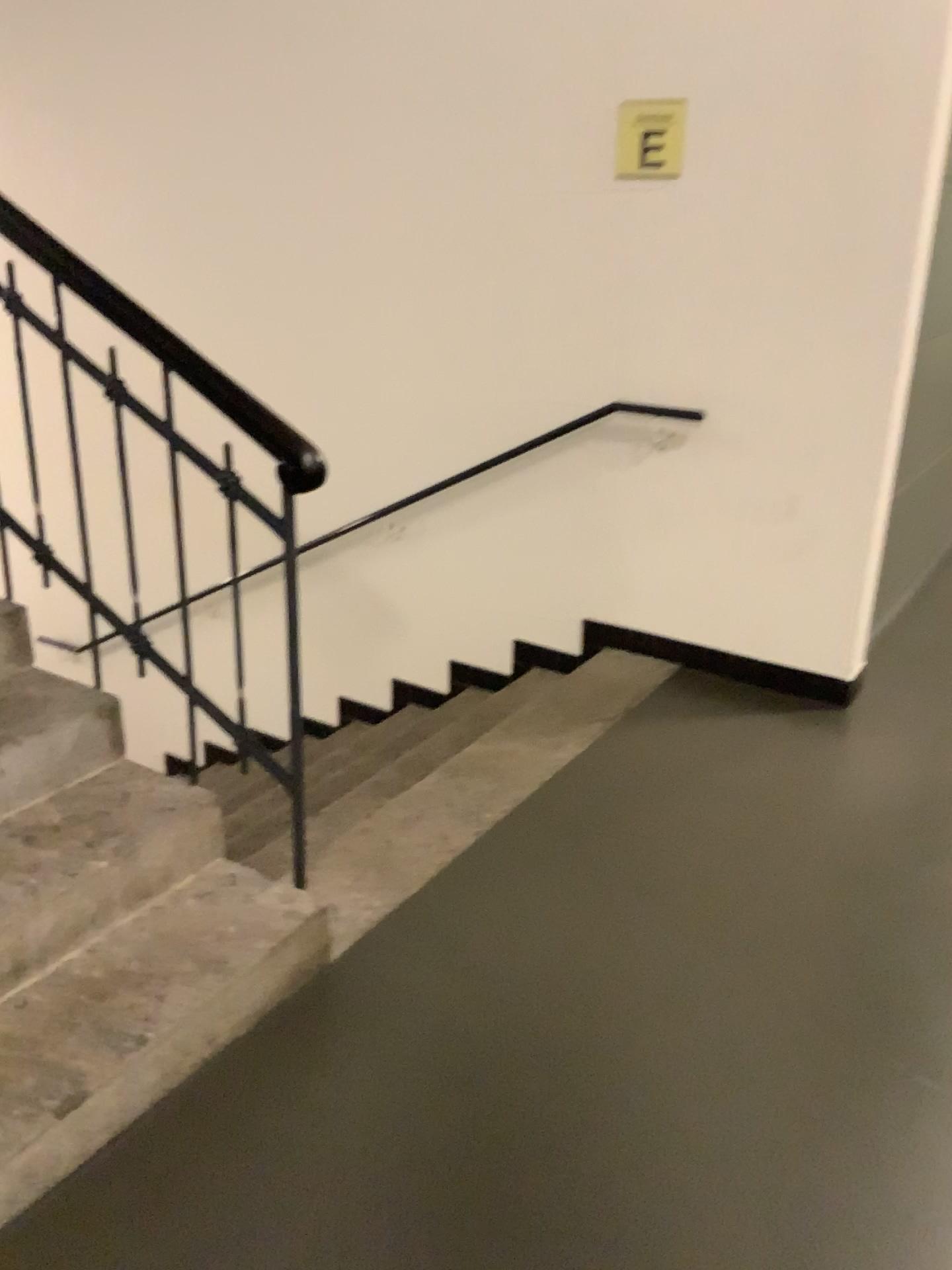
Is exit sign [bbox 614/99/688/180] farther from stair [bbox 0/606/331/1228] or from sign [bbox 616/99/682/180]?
stair [bbox 0/606/331/1228]

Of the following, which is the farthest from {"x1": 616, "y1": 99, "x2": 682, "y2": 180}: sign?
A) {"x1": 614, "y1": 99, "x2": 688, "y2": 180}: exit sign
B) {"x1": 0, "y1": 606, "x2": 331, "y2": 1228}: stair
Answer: {"x1": 0, "y1": 606, "x2": 331, "y2": 1228}: stair

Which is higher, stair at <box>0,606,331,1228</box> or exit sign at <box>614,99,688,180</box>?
exit sign at <box>614,99,688,180</box>

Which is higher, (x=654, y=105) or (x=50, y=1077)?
(x=654, y=105)

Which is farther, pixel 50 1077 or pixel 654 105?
pixel 654 105

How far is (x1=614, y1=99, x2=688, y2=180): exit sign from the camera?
3.21m

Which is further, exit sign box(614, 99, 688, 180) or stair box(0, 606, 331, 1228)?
exit sign box(614, 99, 688, 180)

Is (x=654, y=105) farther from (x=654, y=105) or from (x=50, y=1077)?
(x=50, y=1077)

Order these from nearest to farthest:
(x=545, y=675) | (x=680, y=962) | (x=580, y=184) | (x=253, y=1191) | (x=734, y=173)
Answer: (x=253, y=1191), (x=680, y=962), (x=734, y=173), (x=580, y=184), (x=545, y=675)

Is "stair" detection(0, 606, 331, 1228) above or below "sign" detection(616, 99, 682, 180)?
below
